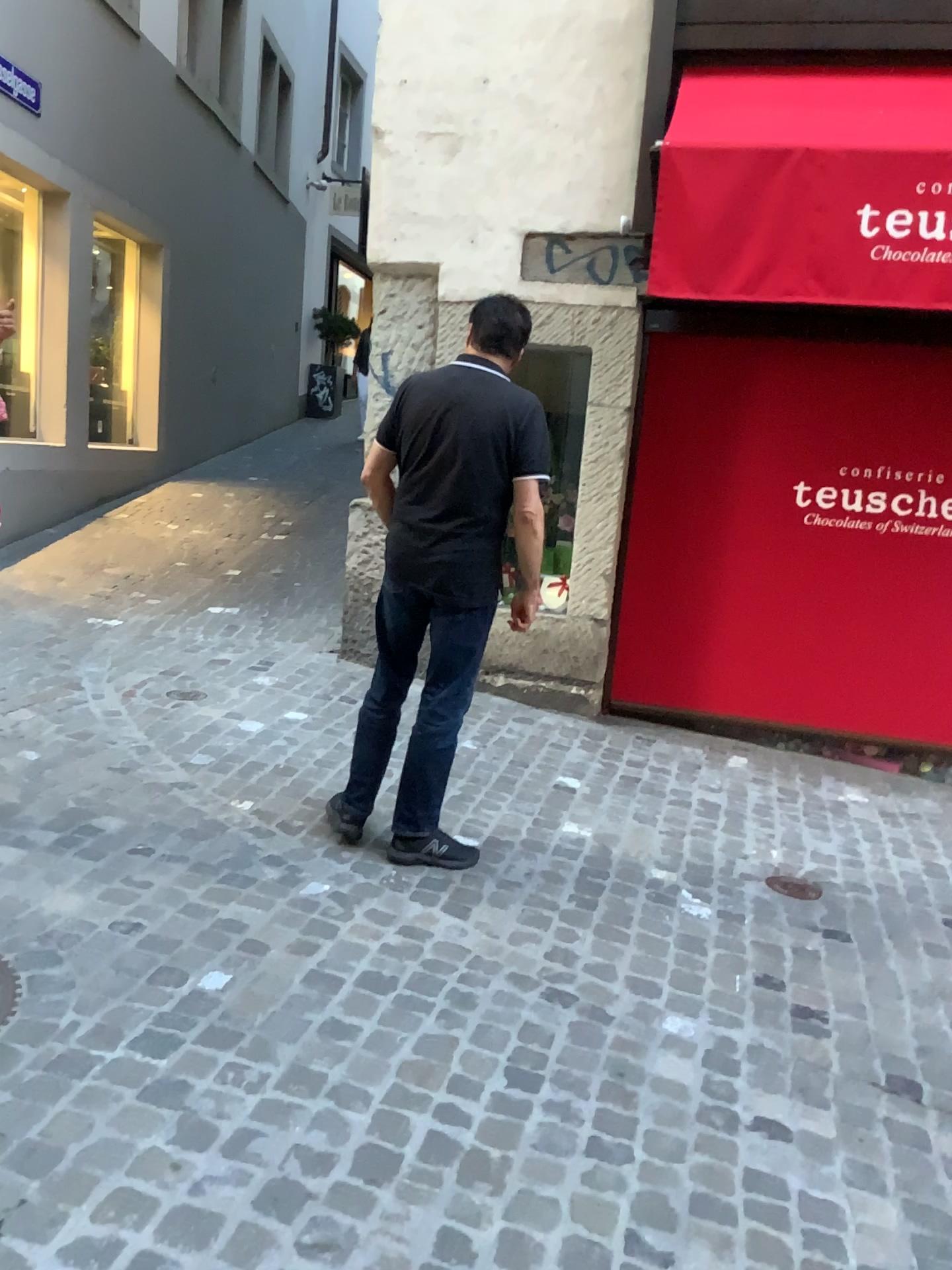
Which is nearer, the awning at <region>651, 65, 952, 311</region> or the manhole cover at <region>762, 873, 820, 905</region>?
the manhole cover at <region>762, 873, 820, 905</region>

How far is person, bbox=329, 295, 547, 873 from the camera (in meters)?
2.94

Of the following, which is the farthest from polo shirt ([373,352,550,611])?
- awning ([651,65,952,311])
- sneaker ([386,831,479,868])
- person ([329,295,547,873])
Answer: awning ([651,65,952,311])

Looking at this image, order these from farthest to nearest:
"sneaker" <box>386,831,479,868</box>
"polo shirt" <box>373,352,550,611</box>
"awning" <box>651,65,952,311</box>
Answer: "awning" <box>651,65,952,311</box>, "sneaker" <box>386,831,479,868</box>, "polo shirt" <box>373,352,550,611</box>

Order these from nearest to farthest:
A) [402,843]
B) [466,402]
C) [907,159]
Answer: [466,402]
[402,843]
[907,159]

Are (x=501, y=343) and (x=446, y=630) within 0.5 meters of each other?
no

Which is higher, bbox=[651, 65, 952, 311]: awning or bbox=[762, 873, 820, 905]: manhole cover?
bbox=[651, 65, 952, 311]: awning

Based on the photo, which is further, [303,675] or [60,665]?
[303,675]

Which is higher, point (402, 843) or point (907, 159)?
point (907, 159)

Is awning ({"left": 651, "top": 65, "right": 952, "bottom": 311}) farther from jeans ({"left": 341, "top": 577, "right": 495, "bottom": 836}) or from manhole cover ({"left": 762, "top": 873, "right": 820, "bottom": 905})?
manhole cover ({"left": 762, "top": 873, "right": 820, "bottom": 905})
